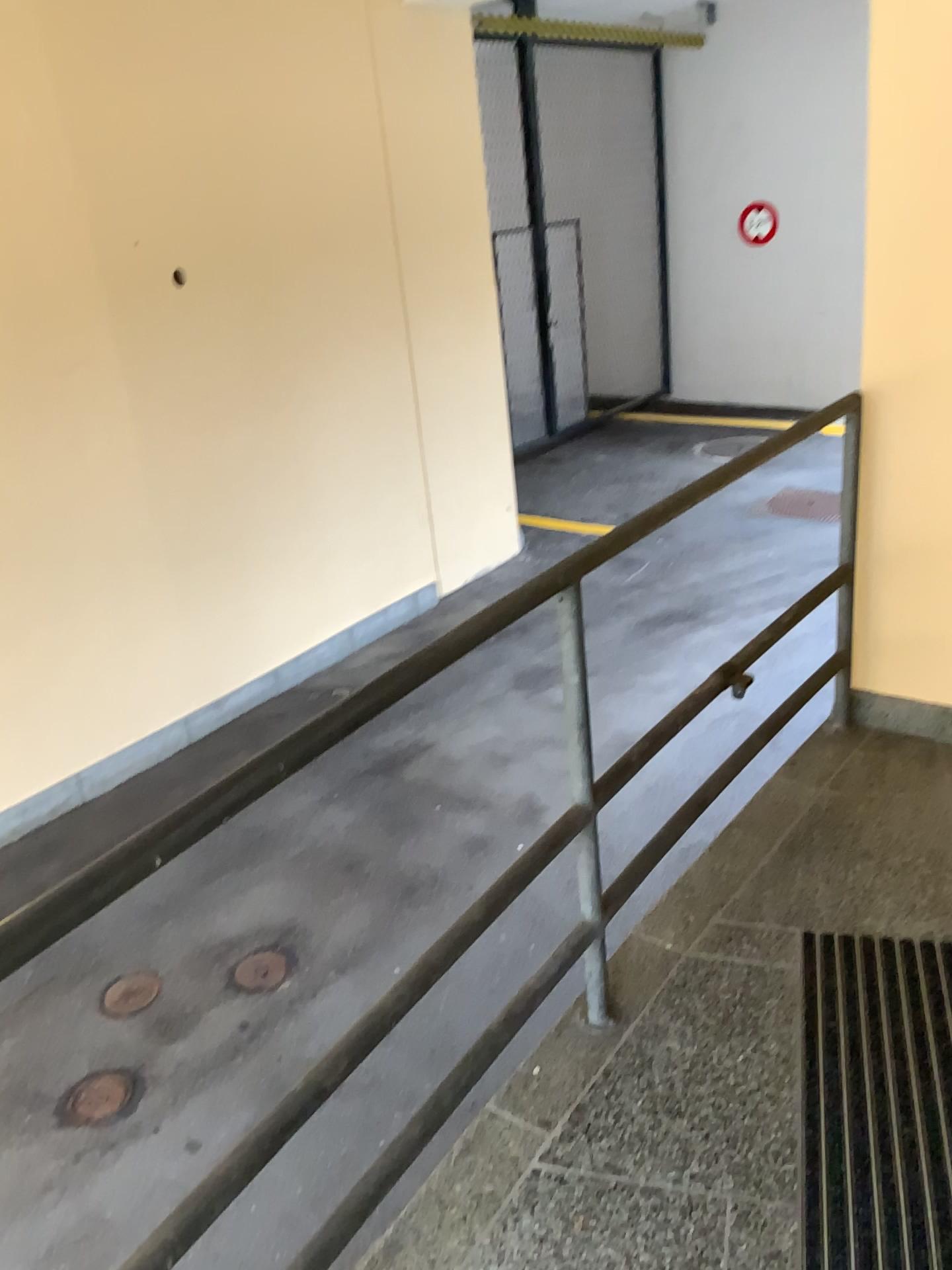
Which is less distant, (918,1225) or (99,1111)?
(918,1225)

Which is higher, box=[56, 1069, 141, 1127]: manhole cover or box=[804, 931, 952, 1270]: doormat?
box=[804, 931, 952, 1270]: doormat

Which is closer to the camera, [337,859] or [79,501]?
[337,859]

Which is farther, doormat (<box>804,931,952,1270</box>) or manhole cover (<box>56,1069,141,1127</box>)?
manhole cover (<box>56,1069,141,1127</box>)

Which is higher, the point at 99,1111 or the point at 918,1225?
the point at 918,1225
